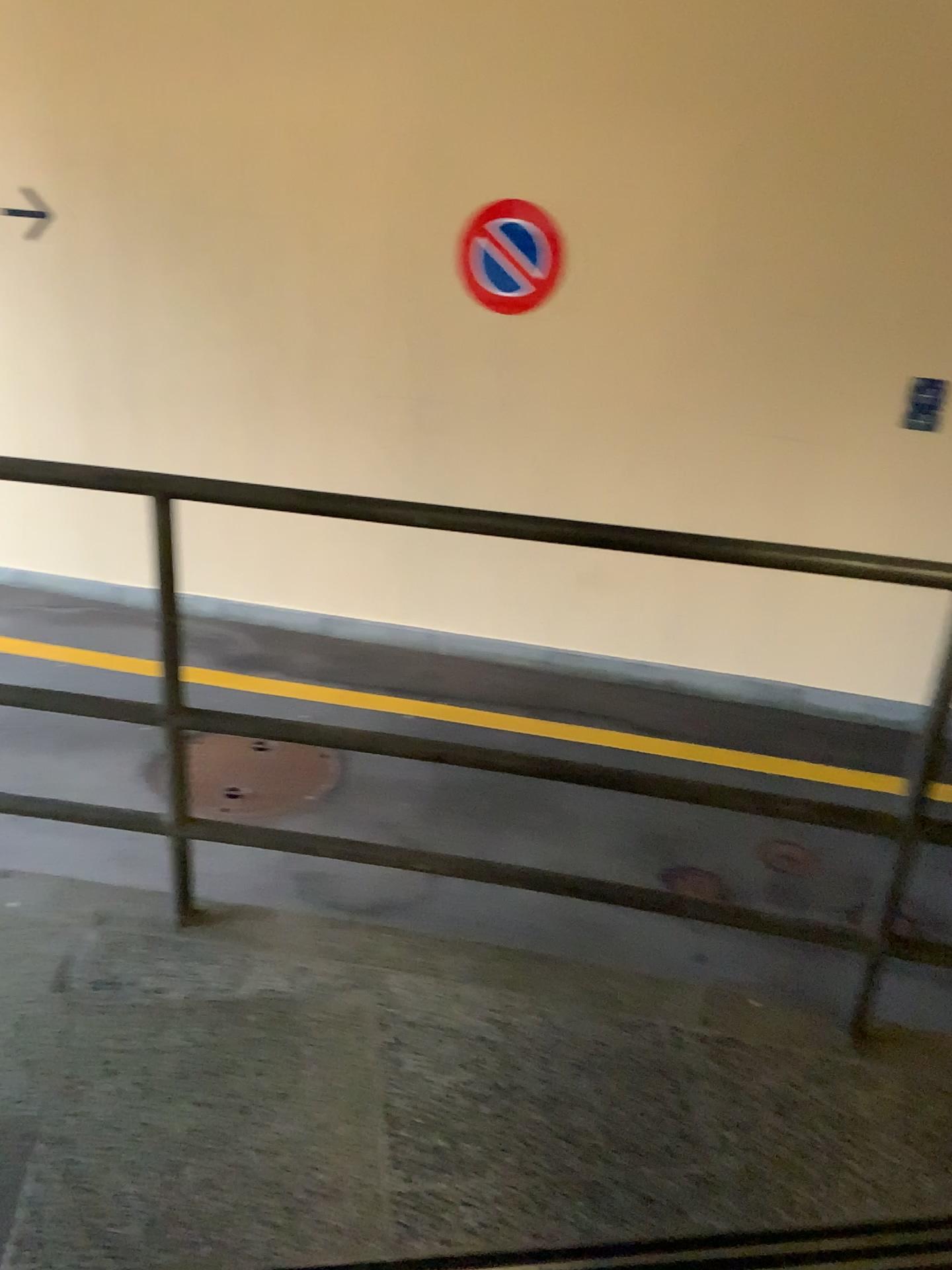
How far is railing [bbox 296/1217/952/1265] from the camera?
1.5 meters

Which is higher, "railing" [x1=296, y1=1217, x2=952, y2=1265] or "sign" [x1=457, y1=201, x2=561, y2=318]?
"sign" [x1=457, y1=201, x2=561, y2=318]

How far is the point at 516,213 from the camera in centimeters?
477cm

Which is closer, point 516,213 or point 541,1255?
point 541,1255

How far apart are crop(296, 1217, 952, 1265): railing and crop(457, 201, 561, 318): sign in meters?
4.1 m

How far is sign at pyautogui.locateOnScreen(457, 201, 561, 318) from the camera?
4.8 meters

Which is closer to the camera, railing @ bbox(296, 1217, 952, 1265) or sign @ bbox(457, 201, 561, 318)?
railing @ bbox(296, 1217, 952, 1265)

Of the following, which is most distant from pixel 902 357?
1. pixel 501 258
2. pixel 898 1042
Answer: pixel 898 1042

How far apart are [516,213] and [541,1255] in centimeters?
428cm
